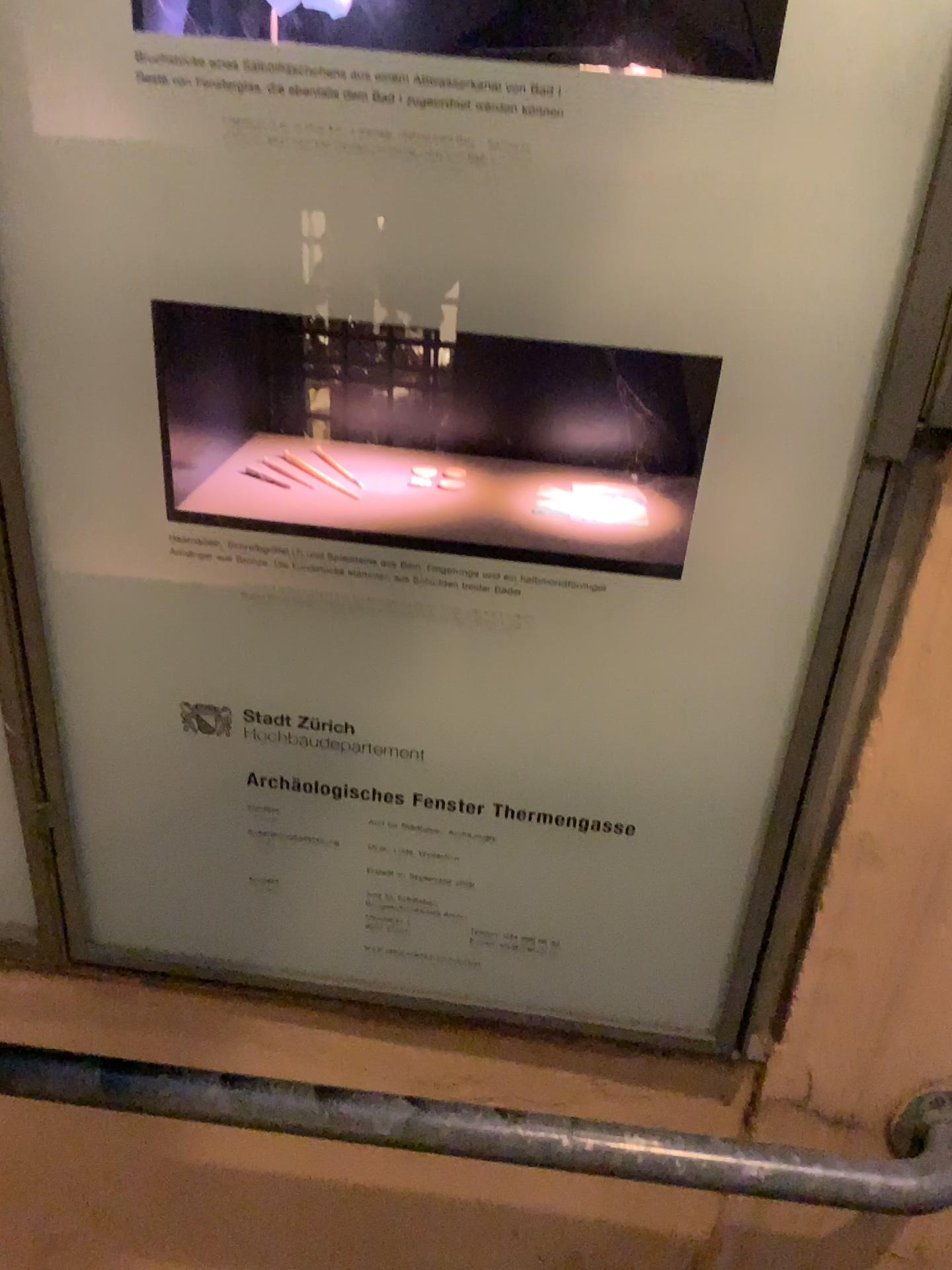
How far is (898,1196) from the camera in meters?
0.9 m

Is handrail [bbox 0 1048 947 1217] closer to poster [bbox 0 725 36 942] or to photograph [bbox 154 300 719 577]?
poster [bbox 0 725 36 942]

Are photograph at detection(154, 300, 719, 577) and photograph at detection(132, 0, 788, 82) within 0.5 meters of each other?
yes

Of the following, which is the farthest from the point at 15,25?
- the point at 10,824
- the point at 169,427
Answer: the point at 10,824

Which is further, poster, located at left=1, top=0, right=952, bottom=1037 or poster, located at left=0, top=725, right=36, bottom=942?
poster, located at left=0, top=725, right=36, bottom=942

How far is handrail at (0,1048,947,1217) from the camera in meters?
0.9 m

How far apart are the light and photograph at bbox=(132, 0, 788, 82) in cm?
31

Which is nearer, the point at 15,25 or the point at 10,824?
the point at 15,25

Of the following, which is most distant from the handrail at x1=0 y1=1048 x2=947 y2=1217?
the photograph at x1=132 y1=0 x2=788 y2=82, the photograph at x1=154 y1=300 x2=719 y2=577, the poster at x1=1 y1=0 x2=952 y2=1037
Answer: the photograph at x1=132 y1=0 x2=788 y2=82

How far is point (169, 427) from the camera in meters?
0.8
